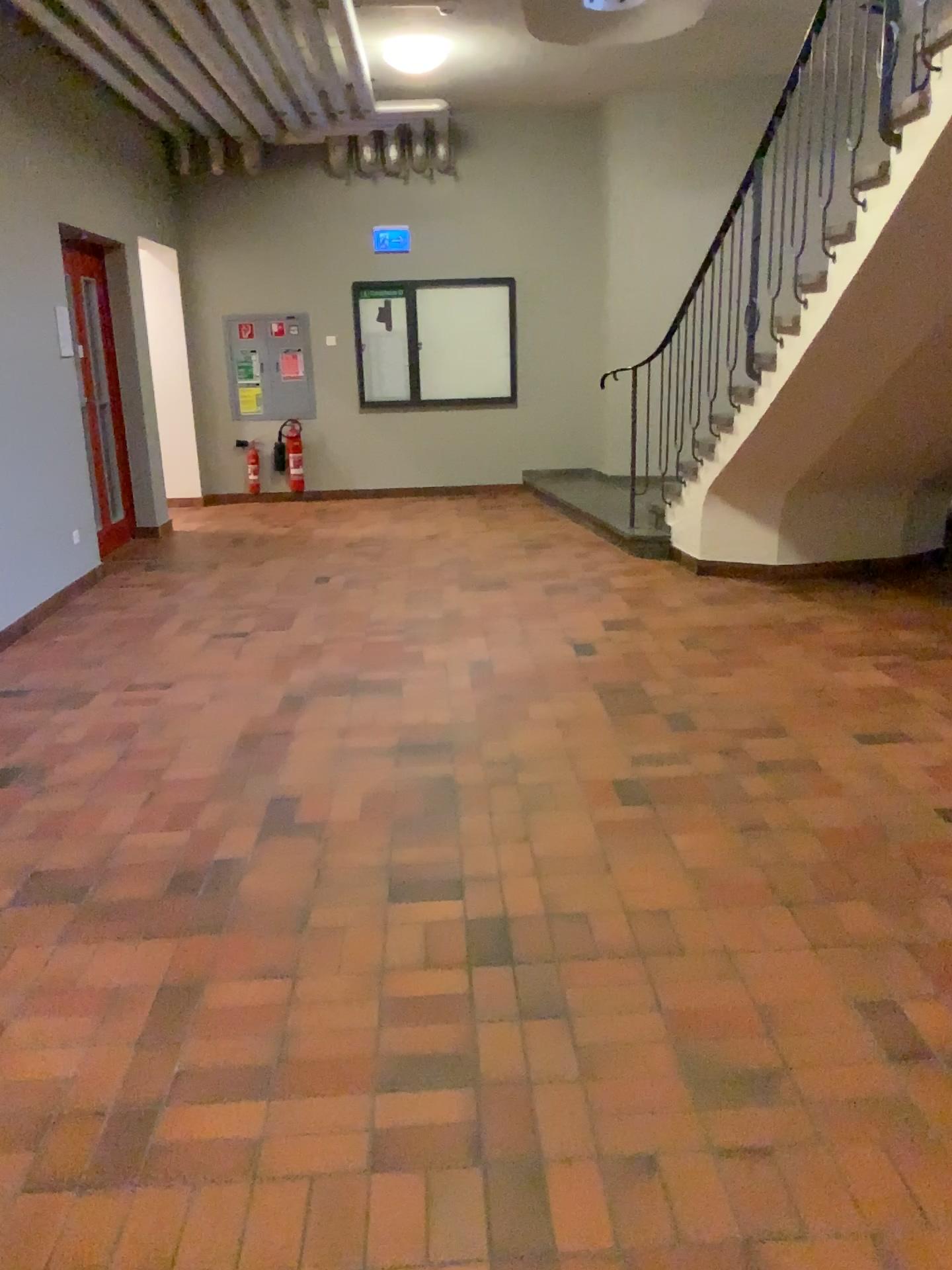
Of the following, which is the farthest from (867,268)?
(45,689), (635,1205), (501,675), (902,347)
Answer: (45,689)
